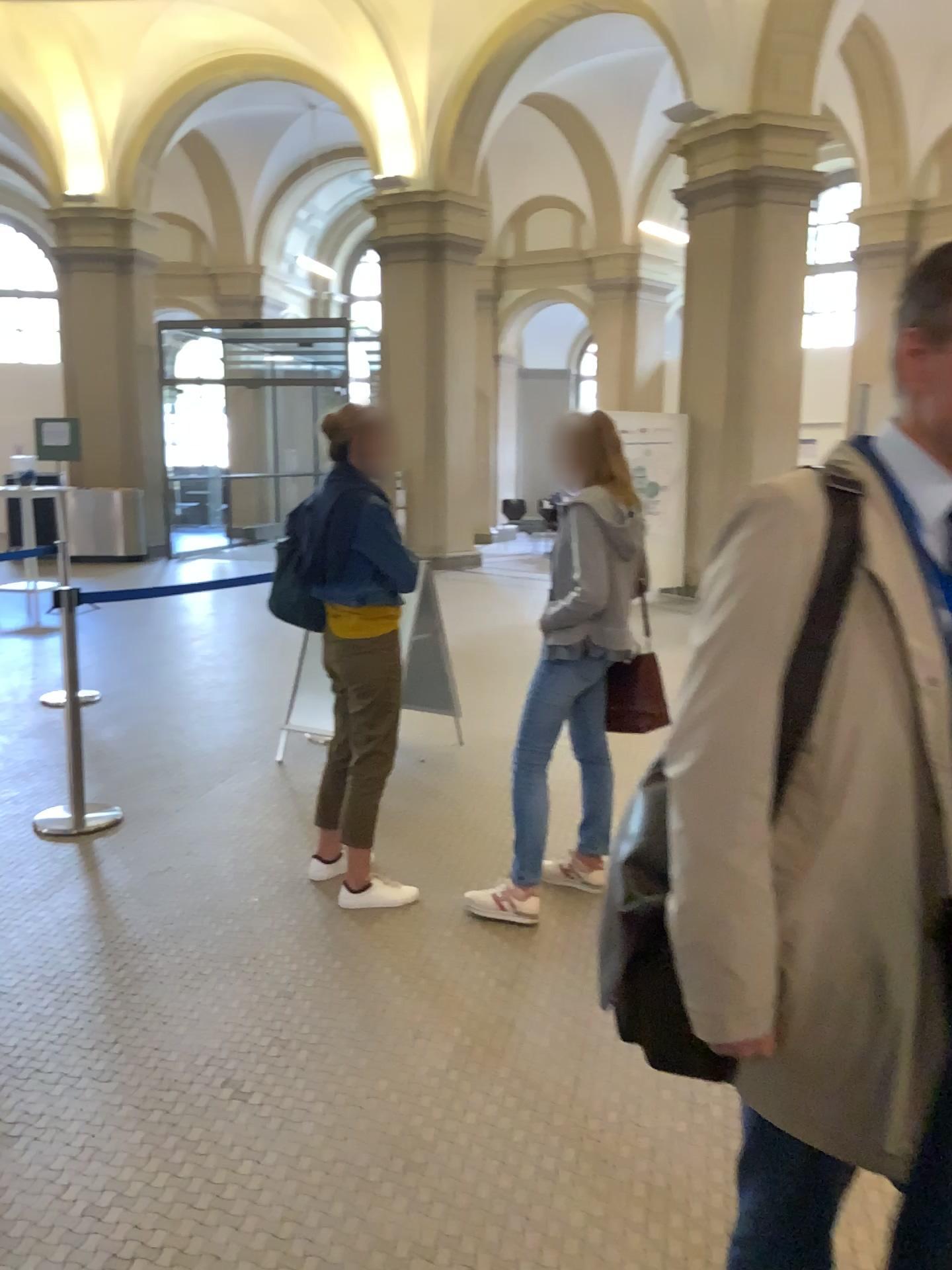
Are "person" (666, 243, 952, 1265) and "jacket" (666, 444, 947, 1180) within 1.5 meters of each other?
yes

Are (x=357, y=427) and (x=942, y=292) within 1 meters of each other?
no

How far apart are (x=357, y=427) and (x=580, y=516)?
0.8m

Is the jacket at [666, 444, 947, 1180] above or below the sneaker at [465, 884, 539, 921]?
above

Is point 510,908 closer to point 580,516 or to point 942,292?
point 580,516

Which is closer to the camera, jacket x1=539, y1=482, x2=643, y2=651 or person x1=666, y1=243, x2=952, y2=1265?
person x1=666, y1=243, x2=952, y2=1265

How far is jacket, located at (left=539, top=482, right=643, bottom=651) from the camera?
3.27m

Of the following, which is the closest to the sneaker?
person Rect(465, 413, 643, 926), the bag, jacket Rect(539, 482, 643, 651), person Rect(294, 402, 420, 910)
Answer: person Rect(465, 413, 643, 926)

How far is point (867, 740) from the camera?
1.2m

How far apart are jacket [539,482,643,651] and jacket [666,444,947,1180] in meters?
2.0
